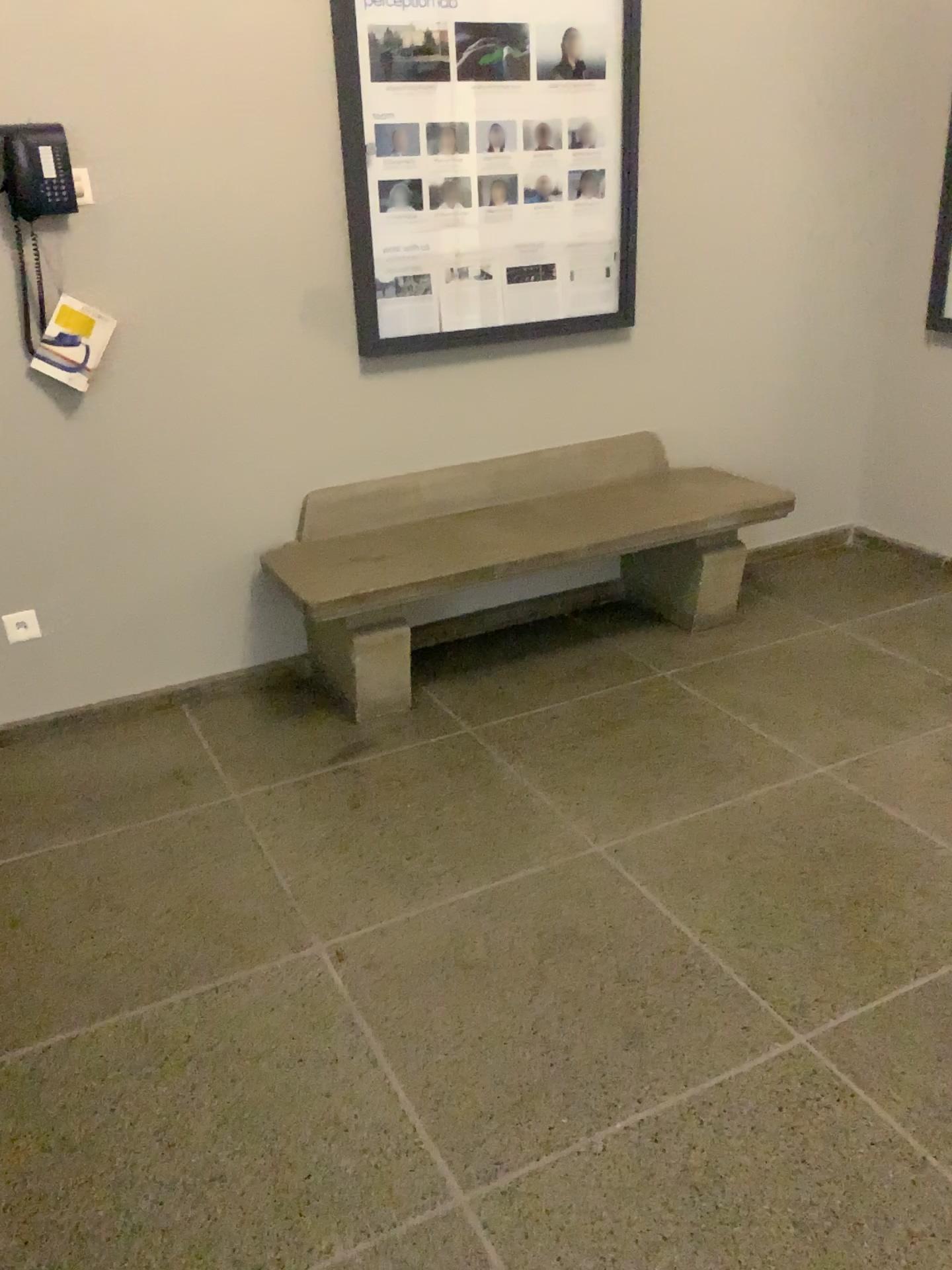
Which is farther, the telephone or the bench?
Result: the bench

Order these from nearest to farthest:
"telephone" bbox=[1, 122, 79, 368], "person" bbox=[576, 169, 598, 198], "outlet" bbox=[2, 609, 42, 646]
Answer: "telephone" bbox=[1, 122, 79, 368], "outlet" bbox=[2, 609, 42, 646], "person" bbox=[576, 169, 598, 198]

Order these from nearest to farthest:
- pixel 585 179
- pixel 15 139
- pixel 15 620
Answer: pixel 15 139, pixel 15 620, pixel 585 179

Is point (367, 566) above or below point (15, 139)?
below

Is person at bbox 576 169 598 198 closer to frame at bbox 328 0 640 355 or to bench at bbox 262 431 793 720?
frame at bbox 328 0 640 355

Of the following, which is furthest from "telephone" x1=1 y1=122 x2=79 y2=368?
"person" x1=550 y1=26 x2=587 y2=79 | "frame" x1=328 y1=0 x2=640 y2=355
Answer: "person" x1=550 y1=26 x2=587 y2=79

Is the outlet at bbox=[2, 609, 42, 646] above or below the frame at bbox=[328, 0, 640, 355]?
below

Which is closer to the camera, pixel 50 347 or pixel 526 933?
pixel 526 933

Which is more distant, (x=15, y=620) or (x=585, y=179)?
(x=585, y=179)

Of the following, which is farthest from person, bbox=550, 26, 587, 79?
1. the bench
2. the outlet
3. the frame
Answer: the outlet
